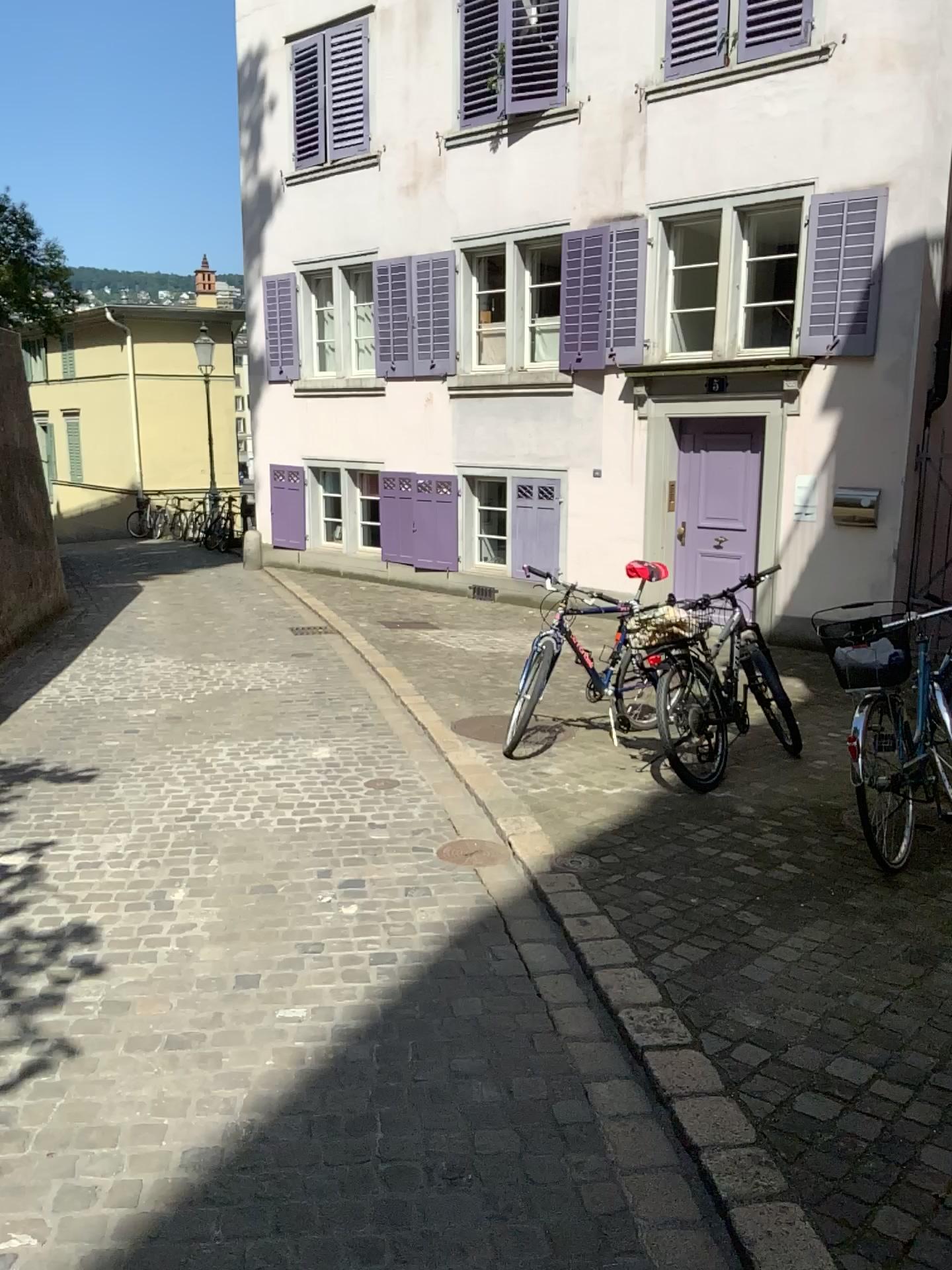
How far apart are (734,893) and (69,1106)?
2.3 meters
